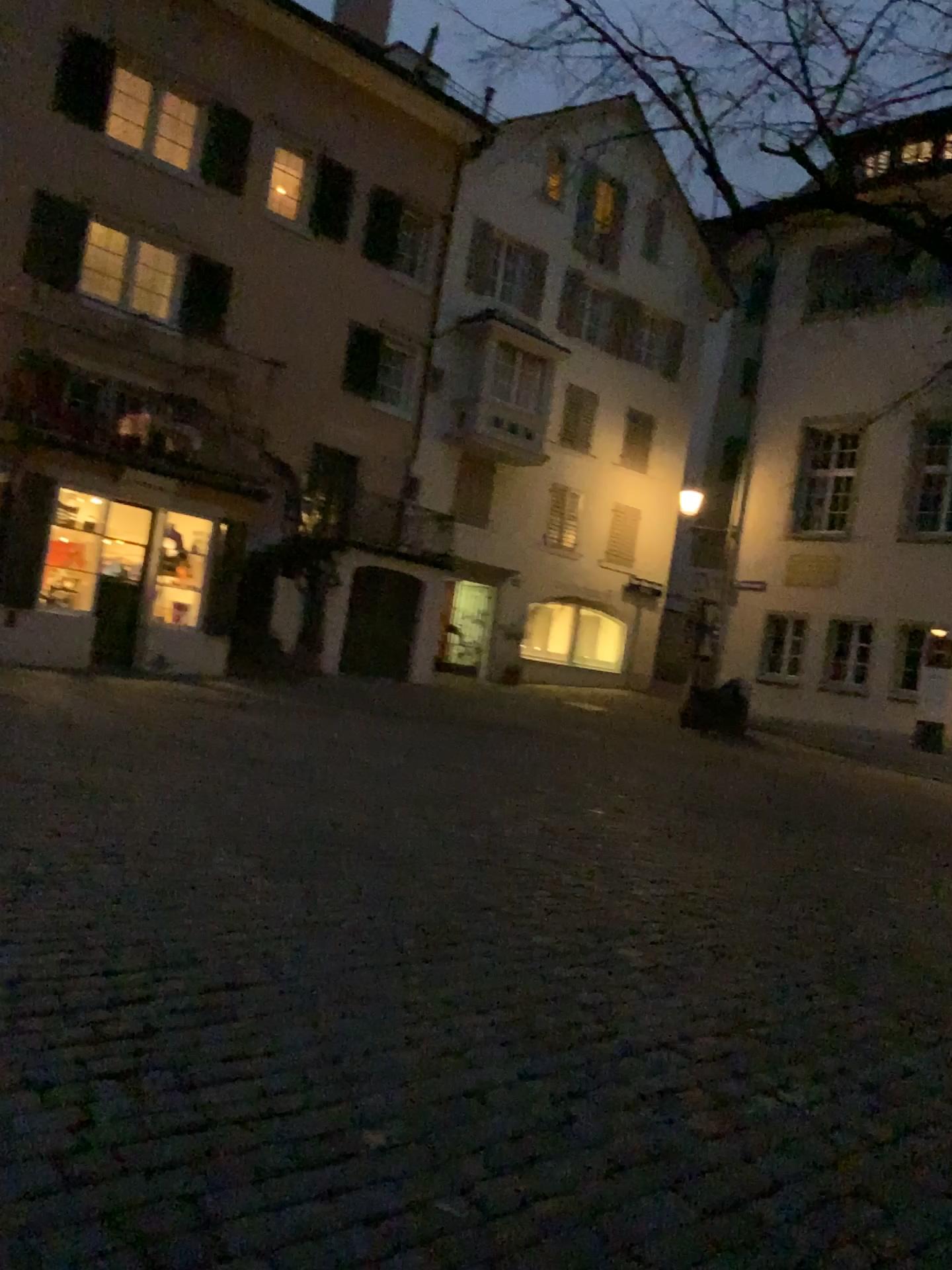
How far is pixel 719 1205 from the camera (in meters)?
2.57
